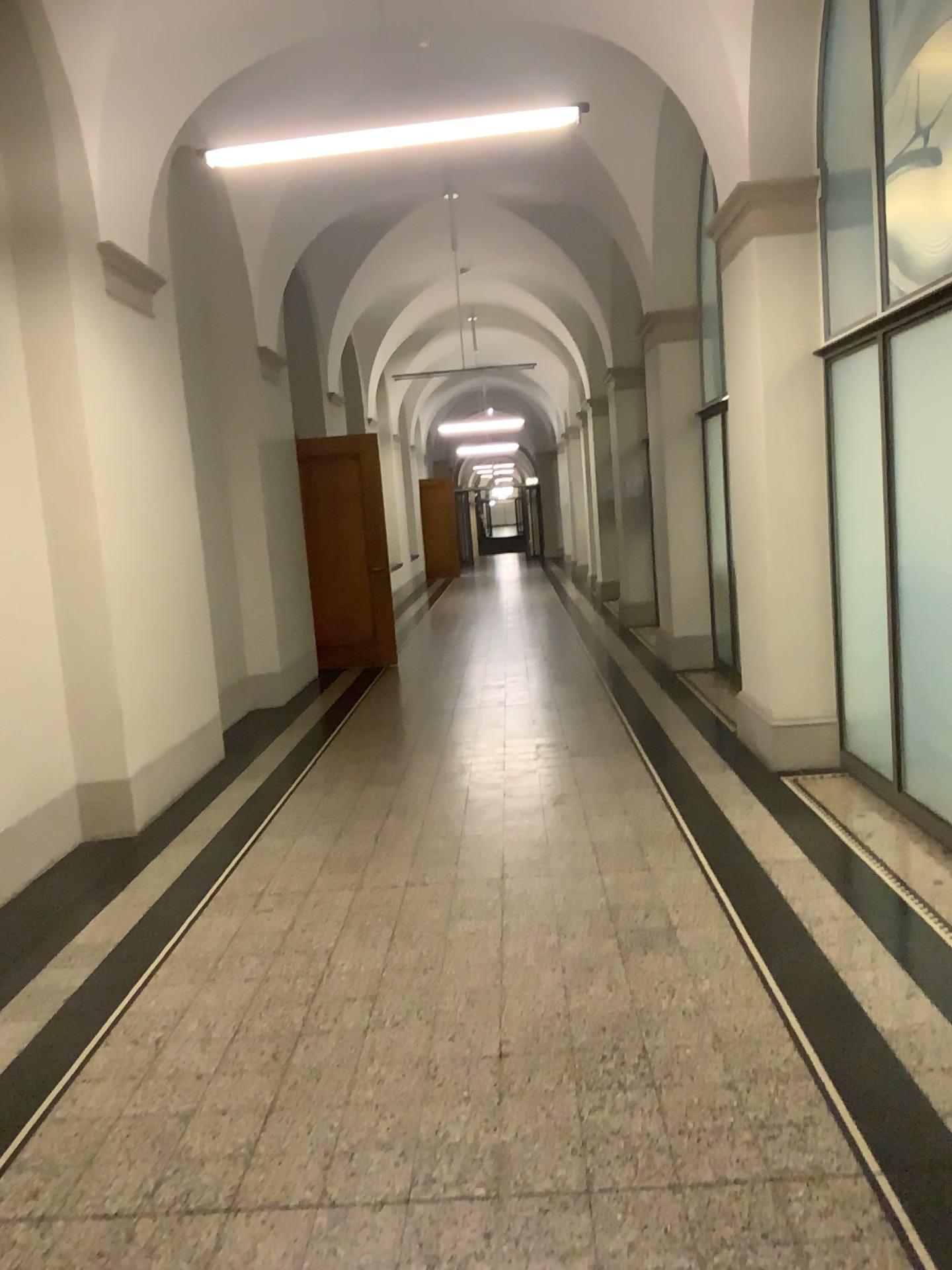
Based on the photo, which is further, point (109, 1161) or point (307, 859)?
point (307, 859)
